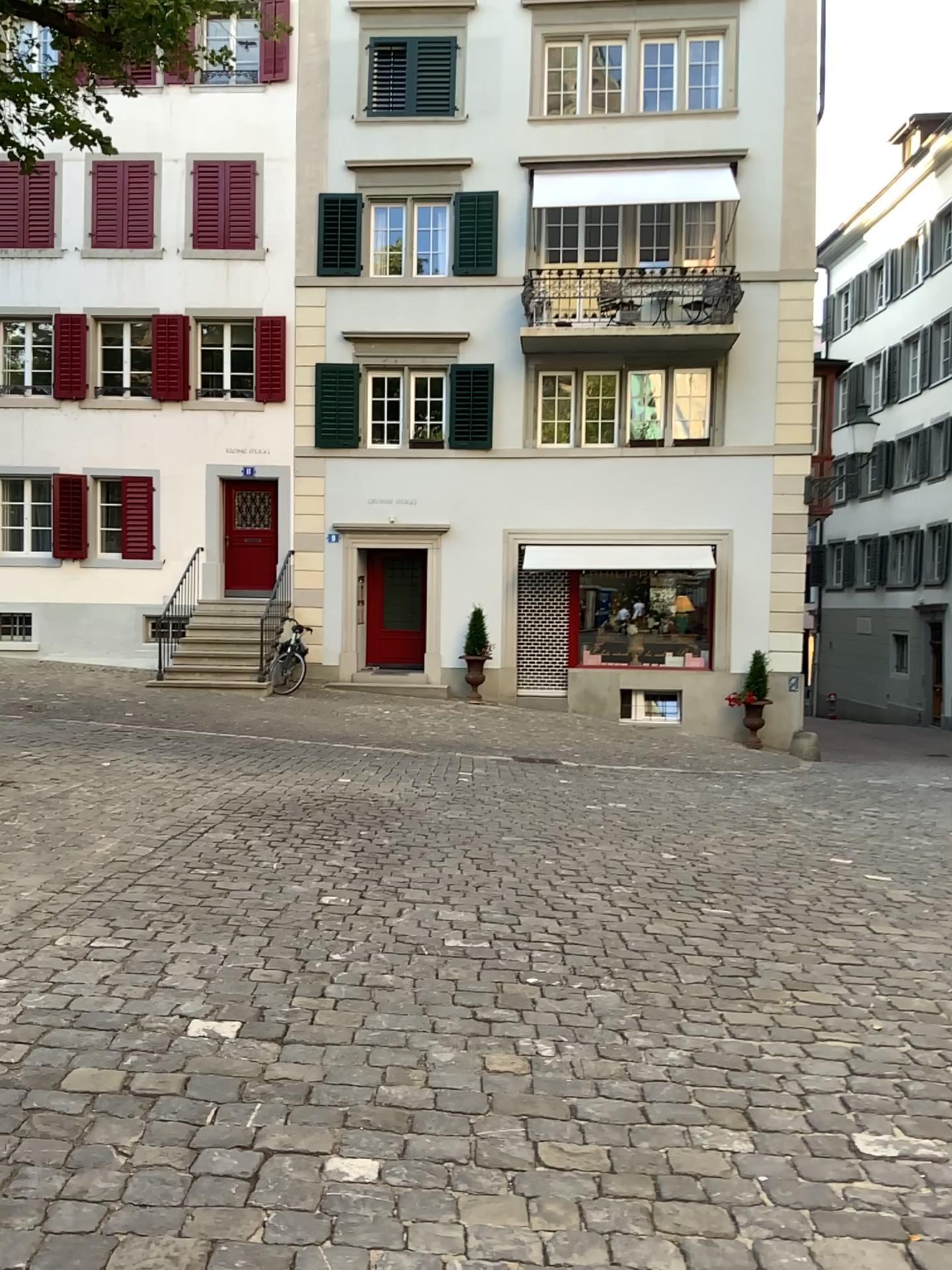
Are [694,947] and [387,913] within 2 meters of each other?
yes
